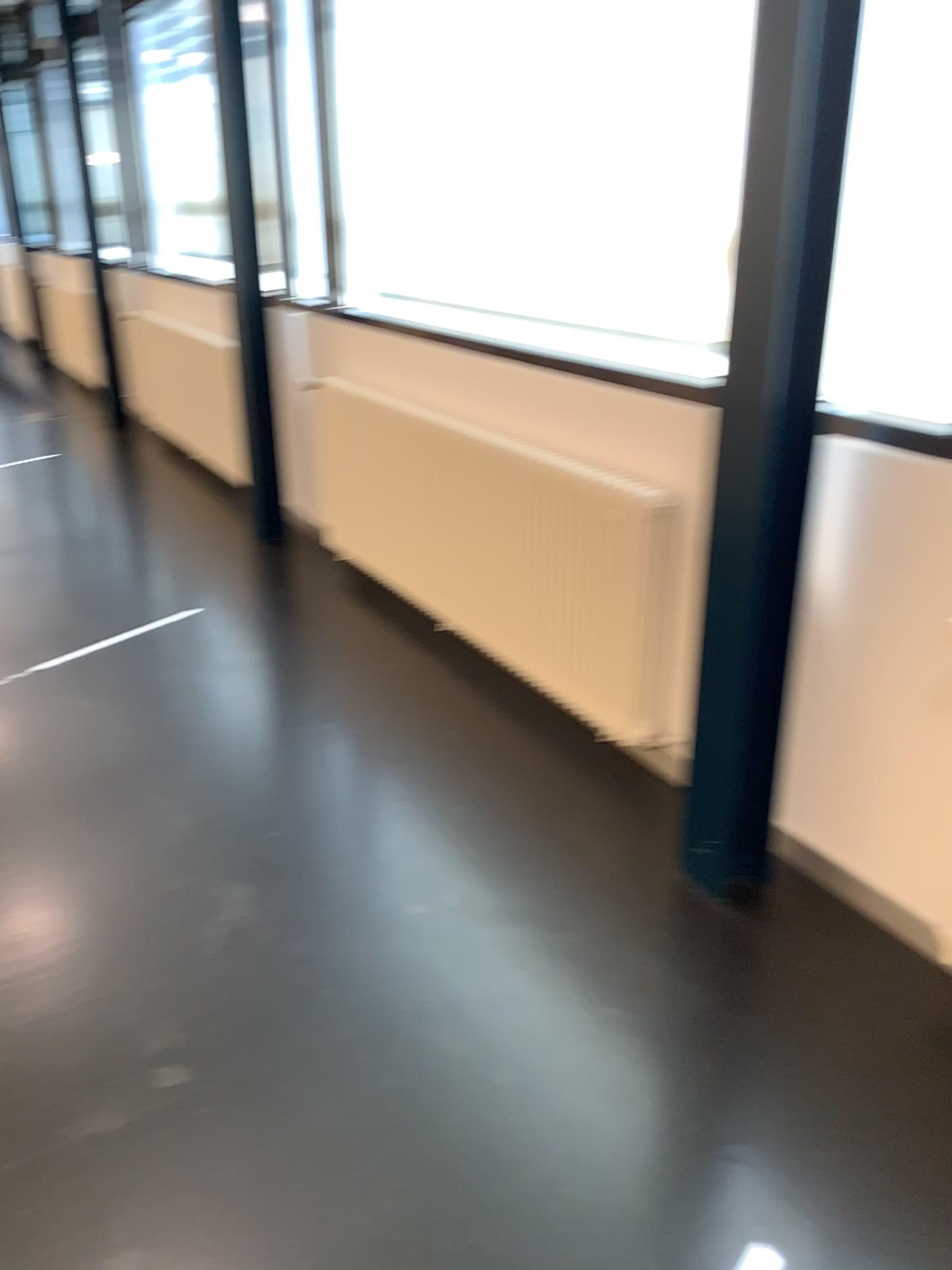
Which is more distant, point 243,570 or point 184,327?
point 184,327
